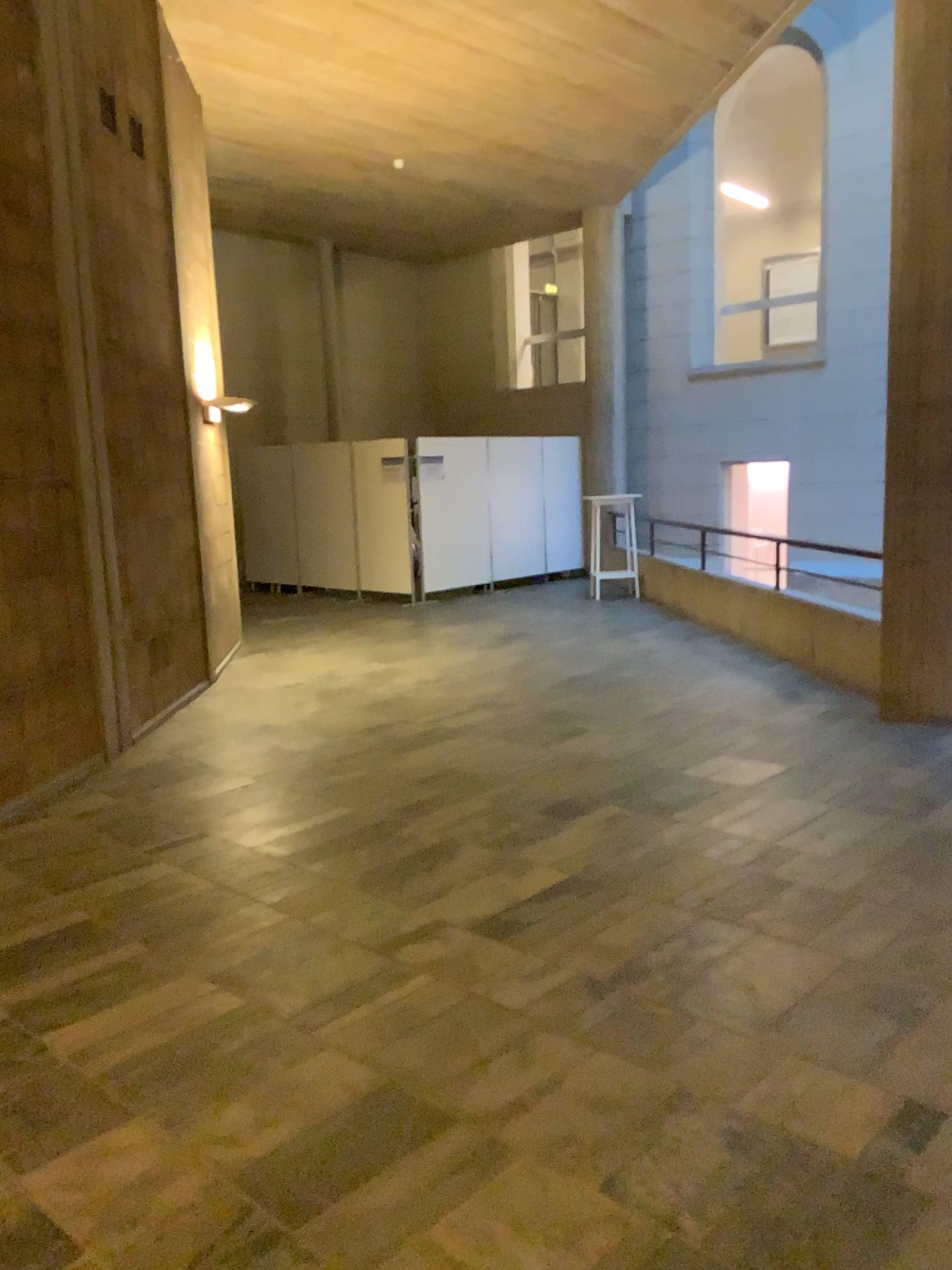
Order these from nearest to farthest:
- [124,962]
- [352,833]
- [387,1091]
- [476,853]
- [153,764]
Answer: [387,1091], [124,962], [476,853], [352,833], [153,764]
